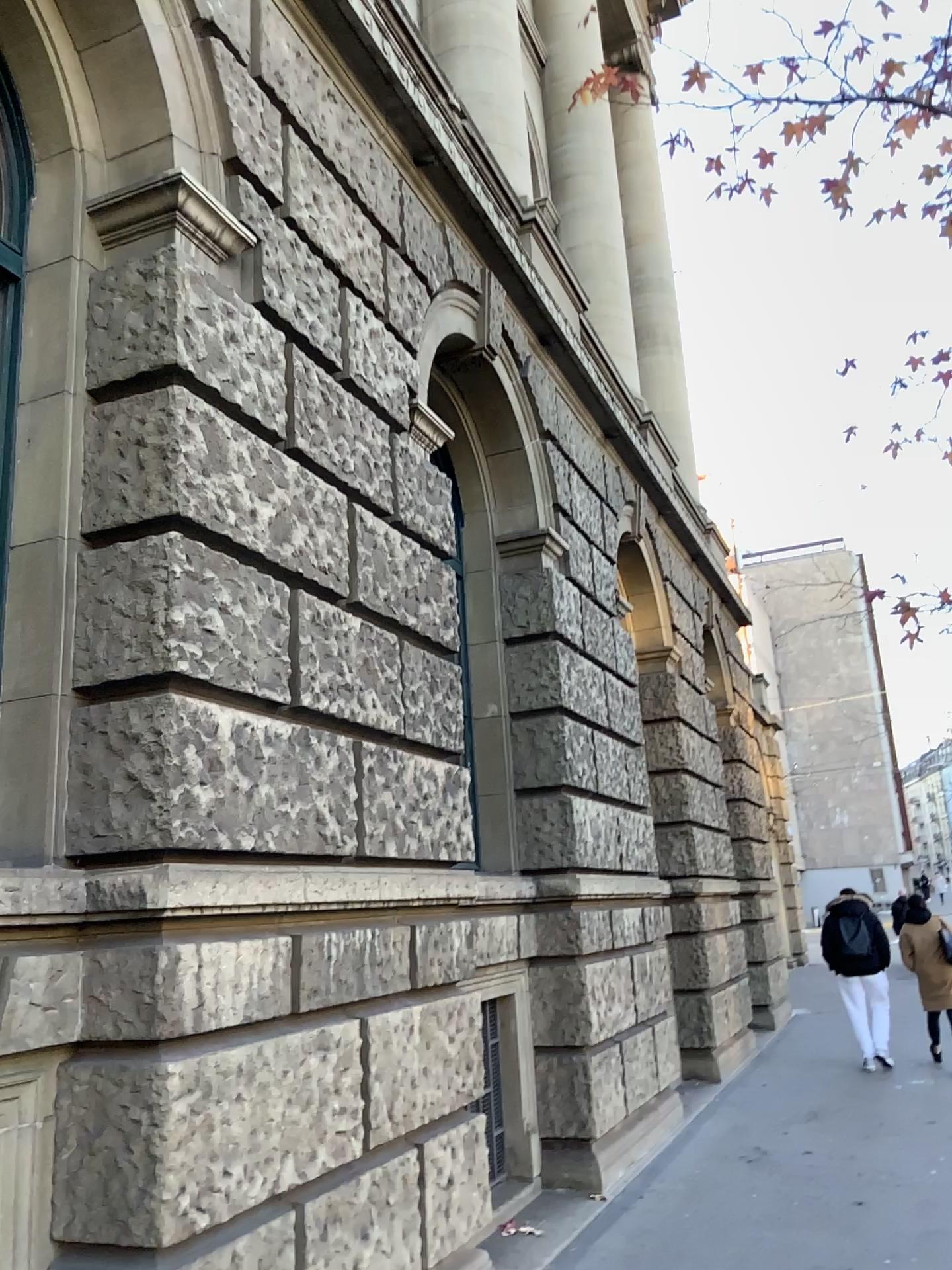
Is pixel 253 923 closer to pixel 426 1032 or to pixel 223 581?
pixel 223 581
